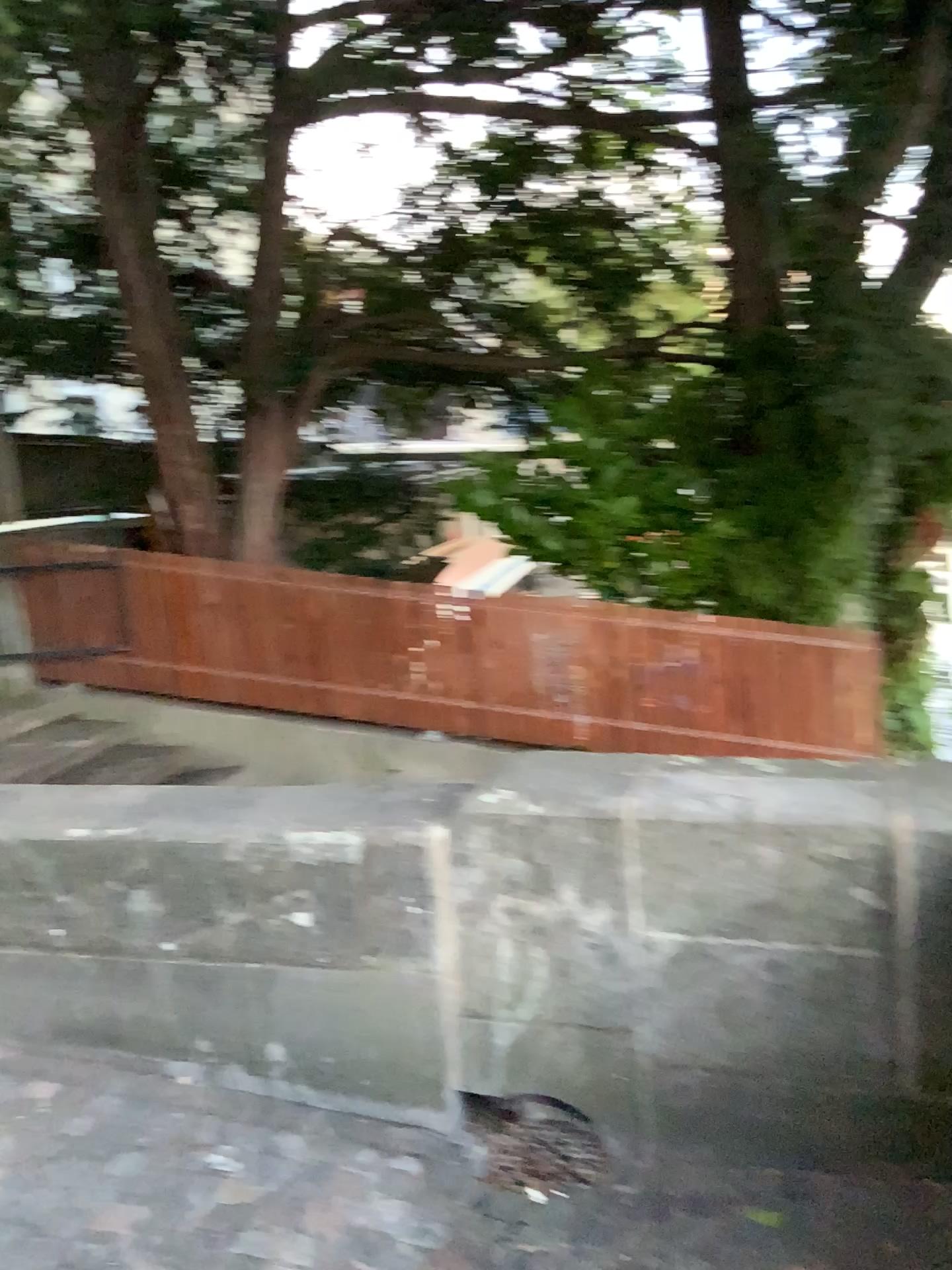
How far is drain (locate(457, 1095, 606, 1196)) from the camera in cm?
236

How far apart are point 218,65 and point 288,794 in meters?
2.7 m

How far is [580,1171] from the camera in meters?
2.4 m
